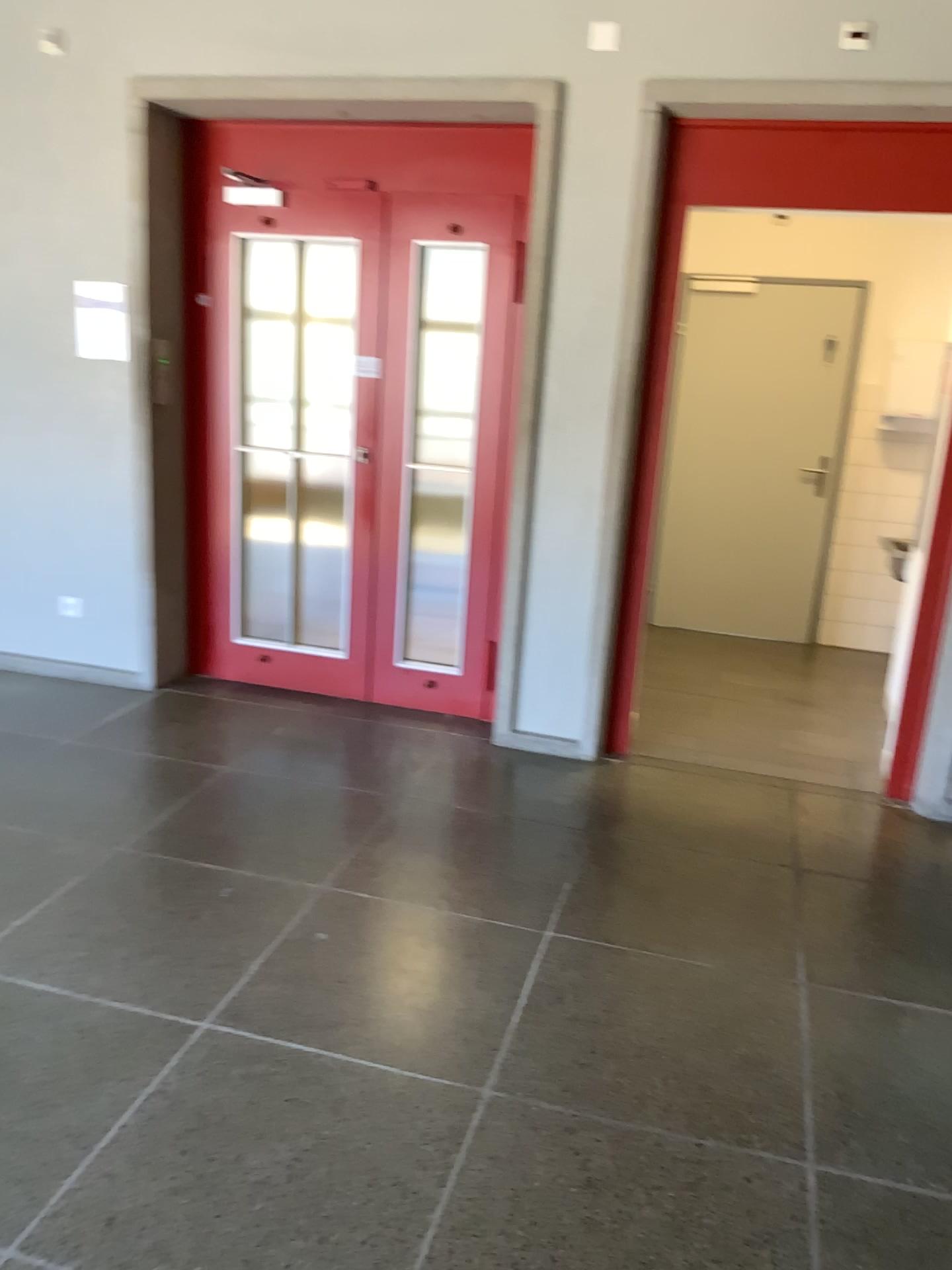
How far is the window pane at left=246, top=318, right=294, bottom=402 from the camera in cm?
452

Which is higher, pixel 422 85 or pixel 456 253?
pixel 422 85

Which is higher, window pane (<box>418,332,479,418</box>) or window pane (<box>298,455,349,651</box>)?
window pane (<box>418,332,479,418</box>)

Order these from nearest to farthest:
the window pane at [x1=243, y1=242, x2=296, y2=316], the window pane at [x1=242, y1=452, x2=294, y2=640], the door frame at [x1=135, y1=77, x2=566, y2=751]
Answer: the door frame at [x1=135, y1=77, x2=566, y2=751] < the window pane at [x1=243, y1=242, x2=296, y2=316] < the window pane at [x1=242, y1=452, x2=294, y2=640]

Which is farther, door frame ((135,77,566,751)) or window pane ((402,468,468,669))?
window pane ((402,468,468,669))

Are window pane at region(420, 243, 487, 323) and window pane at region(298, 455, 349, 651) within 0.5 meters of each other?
no

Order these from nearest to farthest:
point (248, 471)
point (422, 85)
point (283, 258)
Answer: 1. point (422, 85)
2. point (283, 258)
3. point (248, 471)

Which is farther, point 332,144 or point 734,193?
point 332,144

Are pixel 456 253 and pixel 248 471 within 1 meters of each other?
no

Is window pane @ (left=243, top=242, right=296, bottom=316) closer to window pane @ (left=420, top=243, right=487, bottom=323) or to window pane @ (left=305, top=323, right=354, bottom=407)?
window pane @ (left=305, top=323, right=354, bottom=407)
